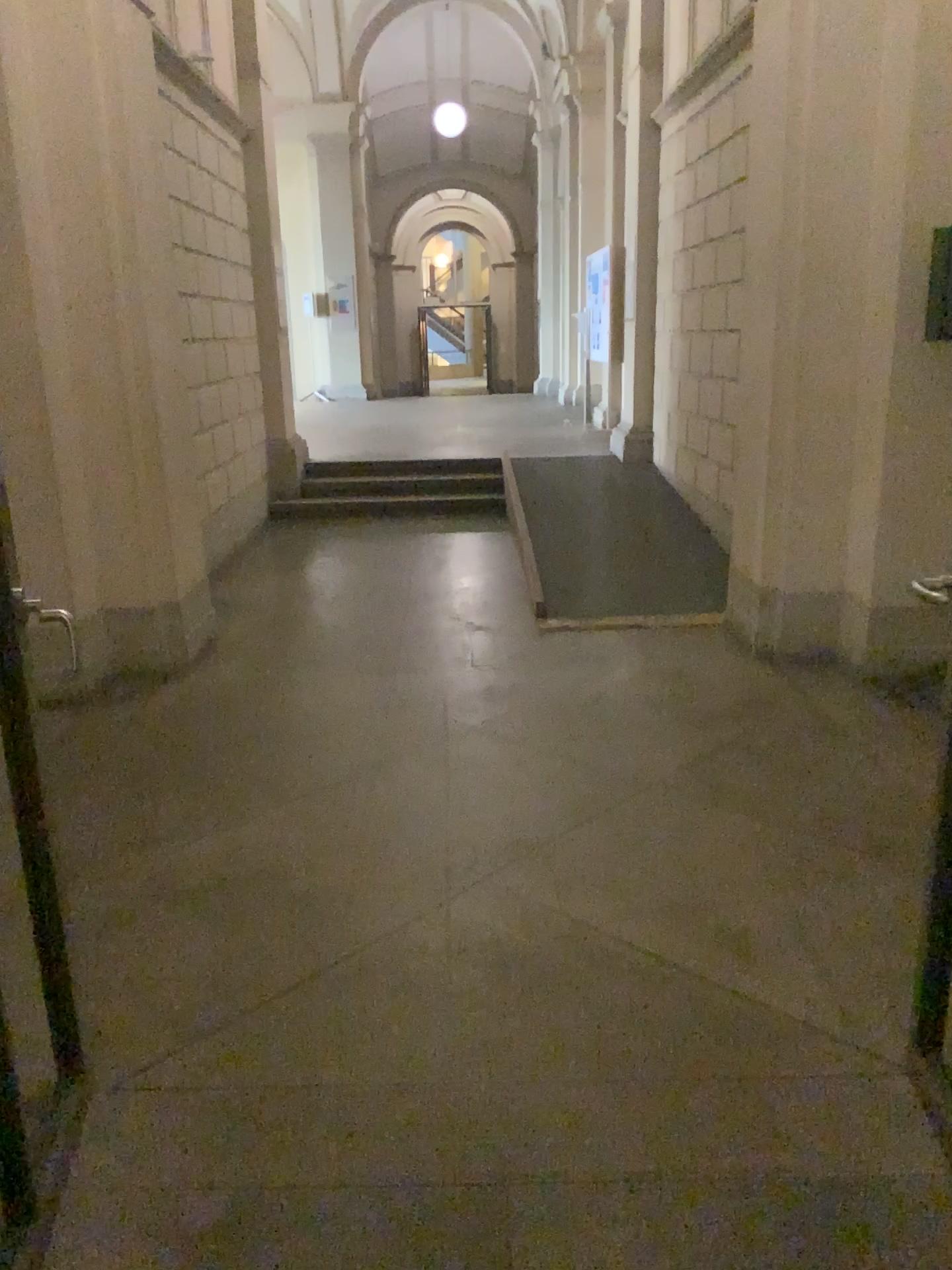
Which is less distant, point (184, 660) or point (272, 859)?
point (272, 859)
